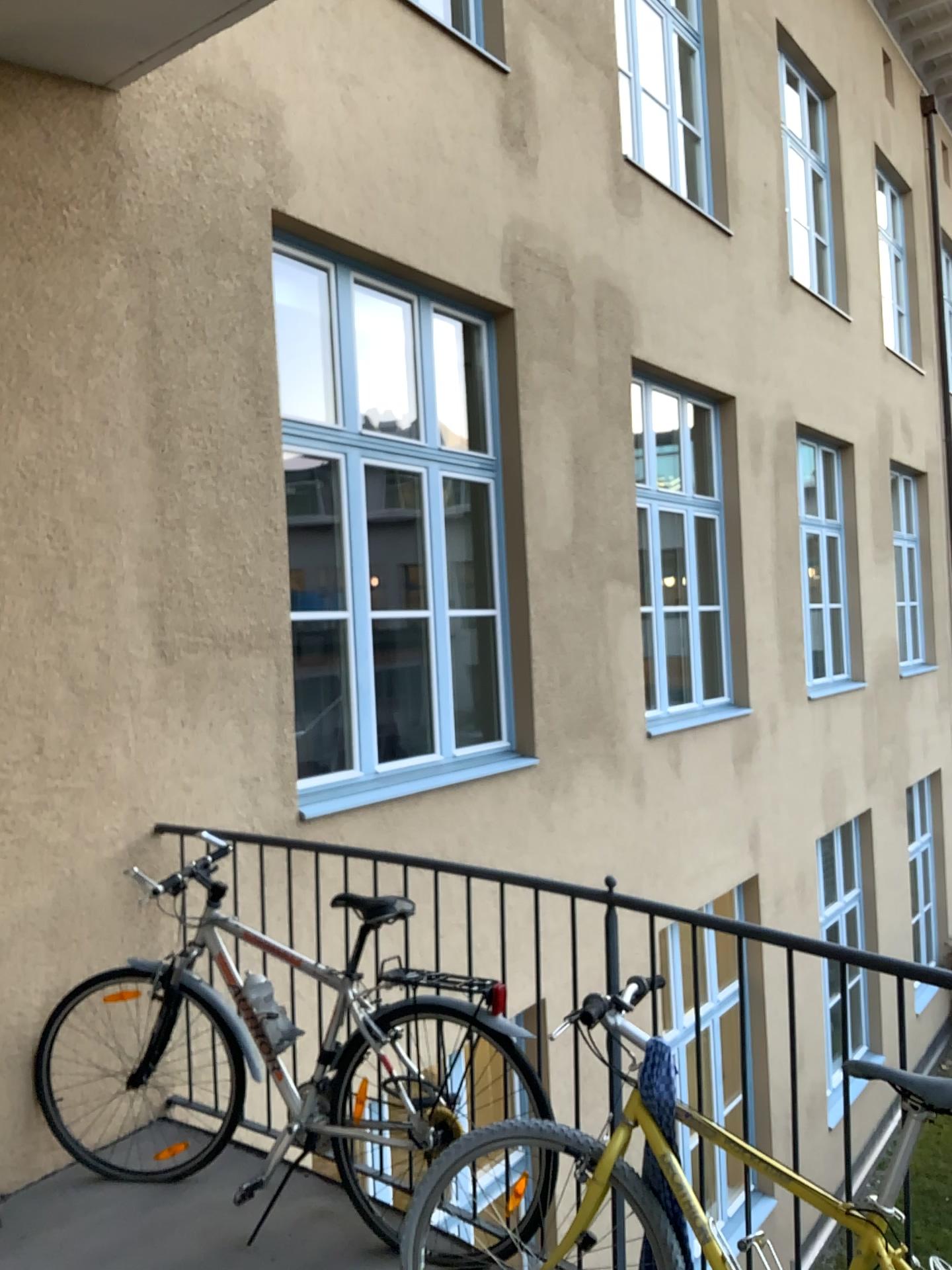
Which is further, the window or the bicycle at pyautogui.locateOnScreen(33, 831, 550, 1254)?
the window

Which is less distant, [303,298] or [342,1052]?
[342,1052]

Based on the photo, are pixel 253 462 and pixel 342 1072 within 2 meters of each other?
no

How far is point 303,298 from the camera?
4.84m

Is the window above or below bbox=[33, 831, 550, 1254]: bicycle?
above

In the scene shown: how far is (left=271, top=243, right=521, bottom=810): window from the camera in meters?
4.8

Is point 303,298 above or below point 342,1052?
above
